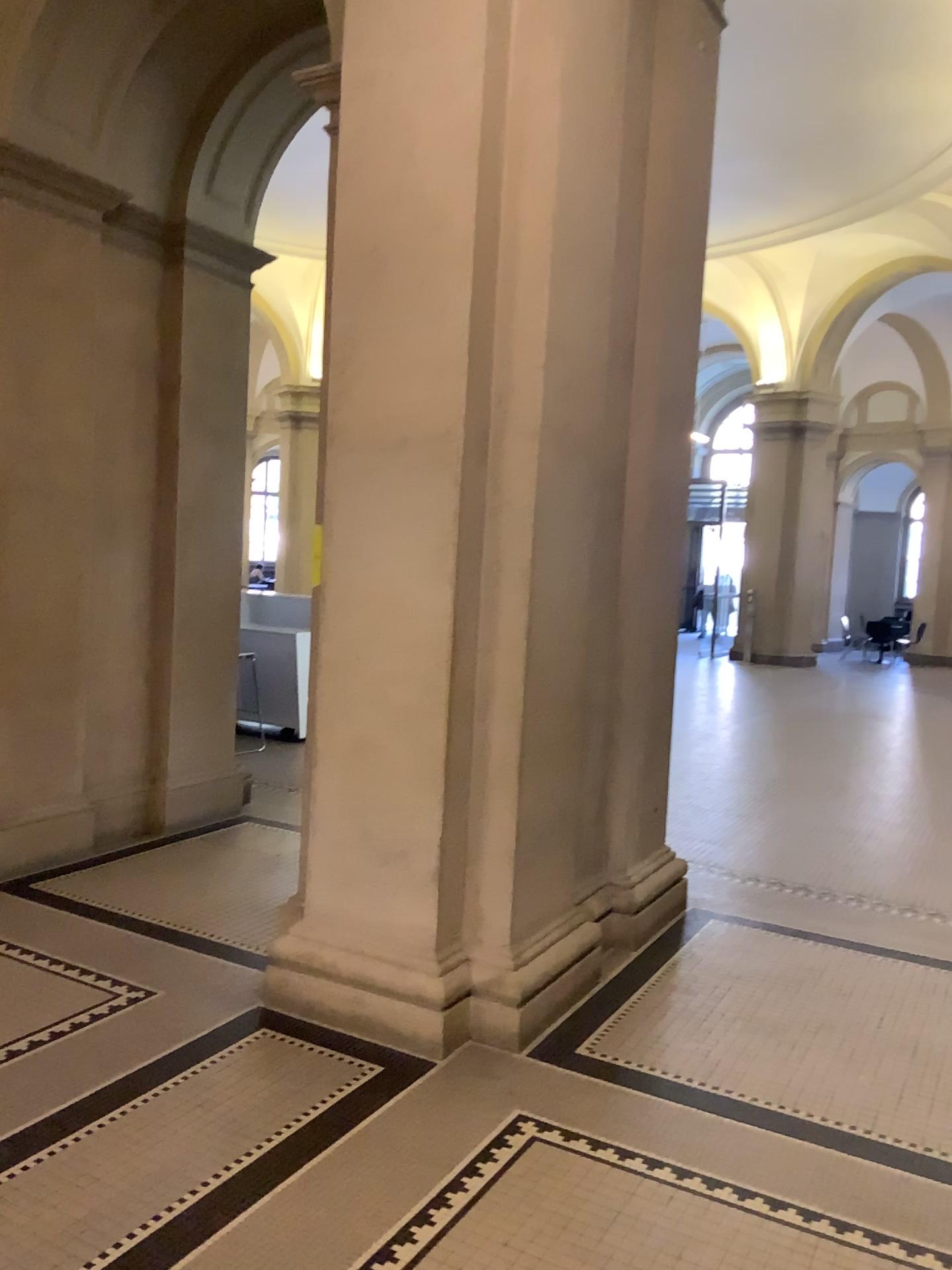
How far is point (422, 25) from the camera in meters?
3.4

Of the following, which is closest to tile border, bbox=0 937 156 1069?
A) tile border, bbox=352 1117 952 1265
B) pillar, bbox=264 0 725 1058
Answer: pillar, bbox=264 0 725 1058

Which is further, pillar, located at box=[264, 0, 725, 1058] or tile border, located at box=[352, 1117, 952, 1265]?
pillar, located at box=[264, 0, 725, 1058]

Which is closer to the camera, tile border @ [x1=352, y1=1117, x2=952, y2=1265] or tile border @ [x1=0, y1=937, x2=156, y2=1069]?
tile border @ [x1=352, y1=1117, x2=952, y2=1265]

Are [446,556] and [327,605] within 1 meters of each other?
yes

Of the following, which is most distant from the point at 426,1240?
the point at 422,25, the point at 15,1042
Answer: the point at 422,25

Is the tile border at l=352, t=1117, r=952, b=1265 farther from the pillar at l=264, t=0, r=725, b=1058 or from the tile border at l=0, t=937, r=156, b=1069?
the tile border at l=0, t=937, r=156, b=1069

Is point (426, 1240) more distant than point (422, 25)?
No

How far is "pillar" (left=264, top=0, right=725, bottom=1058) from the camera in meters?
3.4 m
